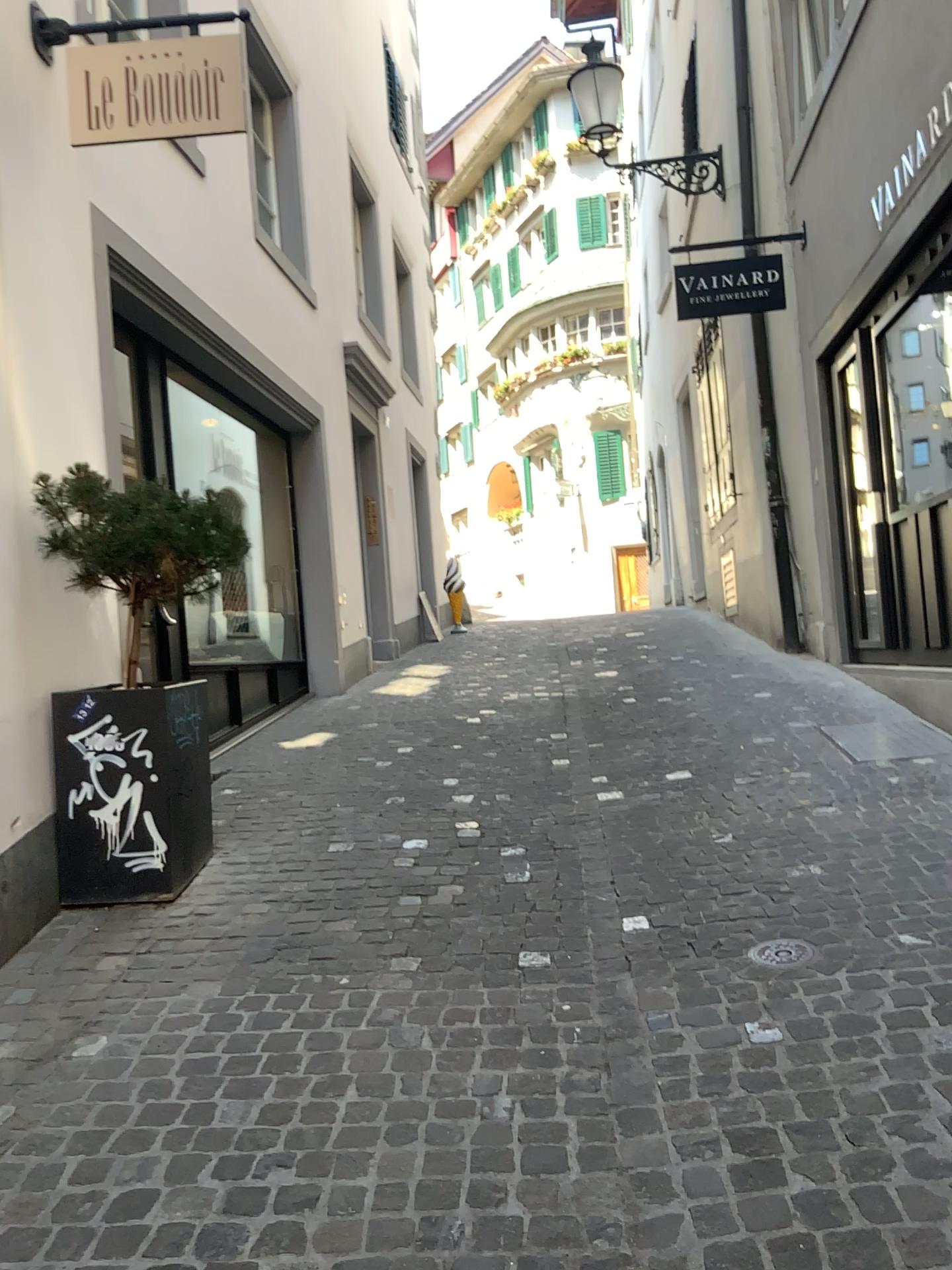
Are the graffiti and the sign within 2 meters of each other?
no

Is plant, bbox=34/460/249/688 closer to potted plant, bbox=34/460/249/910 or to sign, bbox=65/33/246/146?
potted plant, bbox=34/460/249/910

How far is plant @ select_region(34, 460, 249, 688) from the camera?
3.7m

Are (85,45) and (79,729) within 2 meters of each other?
no

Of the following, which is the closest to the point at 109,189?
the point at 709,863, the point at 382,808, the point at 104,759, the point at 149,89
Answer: the point at 149,89

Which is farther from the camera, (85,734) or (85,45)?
(85,45)

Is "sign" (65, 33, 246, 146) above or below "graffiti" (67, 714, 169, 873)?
above

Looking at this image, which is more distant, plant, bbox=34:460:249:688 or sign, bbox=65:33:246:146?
sign, bbox=65:33:246:146

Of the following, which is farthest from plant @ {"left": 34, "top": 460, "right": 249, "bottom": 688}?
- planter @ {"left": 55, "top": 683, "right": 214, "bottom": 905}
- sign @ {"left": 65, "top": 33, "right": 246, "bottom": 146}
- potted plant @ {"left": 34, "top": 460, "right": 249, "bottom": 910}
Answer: sign @ {"left": 65, "top": 33, "right": 246, "bottom": 146}

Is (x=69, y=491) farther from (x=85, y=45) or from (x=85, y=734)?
(x=85, y=45)
